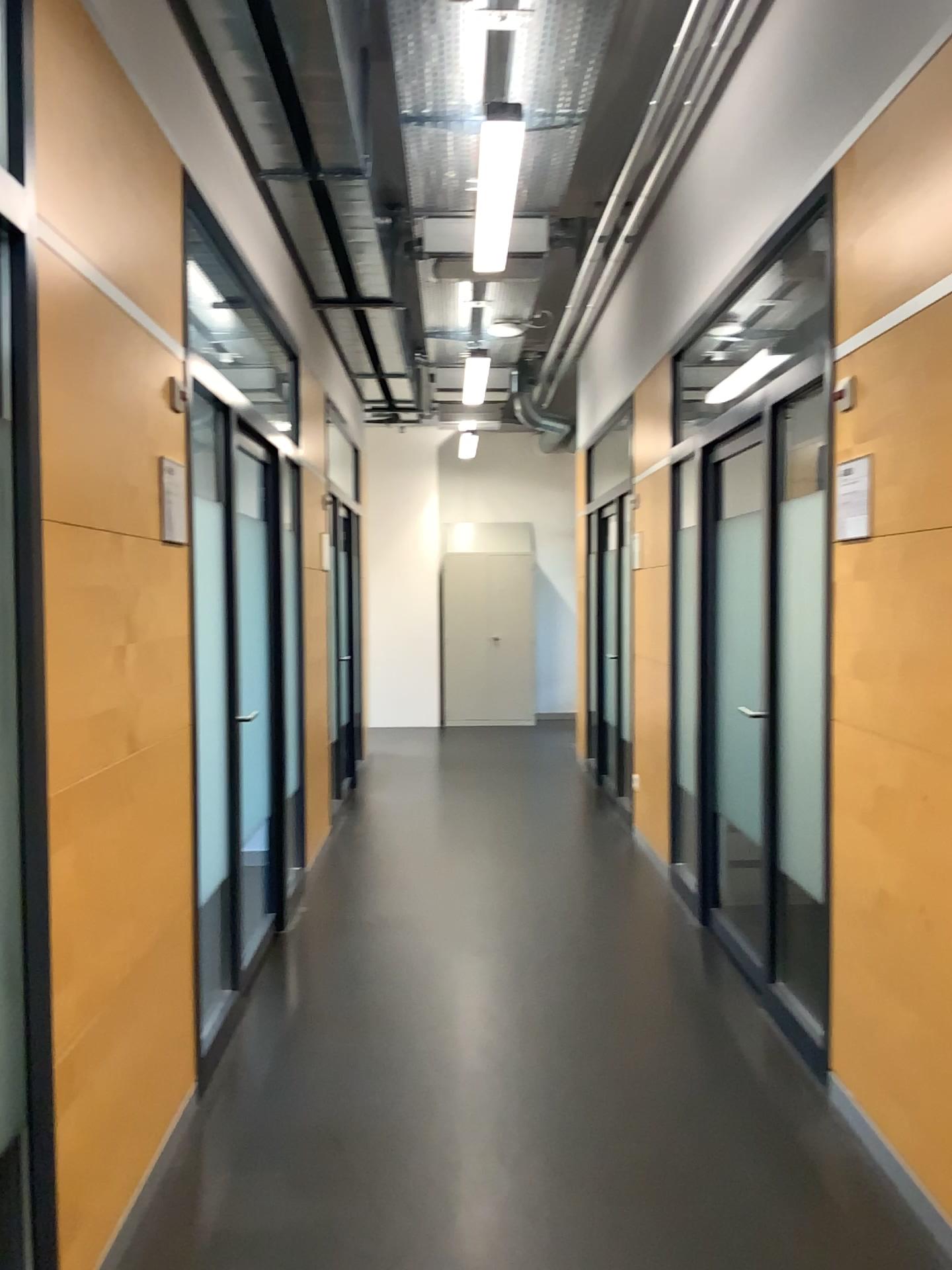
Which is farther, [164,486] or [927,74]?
[164,486]

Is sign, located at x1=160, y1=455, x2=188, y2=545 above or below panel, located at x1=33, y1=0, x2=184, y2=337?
below

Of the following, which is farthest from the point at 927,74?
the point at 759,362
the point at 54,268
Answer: the point at 54,268

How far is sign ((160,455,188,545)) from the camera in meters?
2.7

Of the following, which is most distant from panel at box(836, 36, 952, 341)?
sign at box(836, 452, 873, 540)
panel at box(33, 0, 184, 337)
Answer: panel at box(33, 0, 184, 337)

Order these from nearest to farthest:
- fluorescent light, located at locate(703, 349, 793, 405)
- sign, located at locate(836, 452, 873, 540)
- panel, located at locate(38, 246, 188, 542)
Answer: panel, located at locate(38, 246, 188, 542), sign, located at locate(836, 452, 873, 540), fluorescent light, located at locate(703, 349, 793, 405)

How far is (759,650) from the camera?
3.7m

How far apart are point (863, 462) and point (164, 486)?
1.78m

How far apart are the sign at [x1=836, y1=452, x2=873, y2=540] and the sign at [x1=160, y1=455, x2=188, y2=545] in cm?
175

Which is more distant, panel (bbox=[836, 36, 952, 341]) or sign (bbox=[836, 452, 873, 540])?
sign (bbox=[836, 452, 873, 540])
